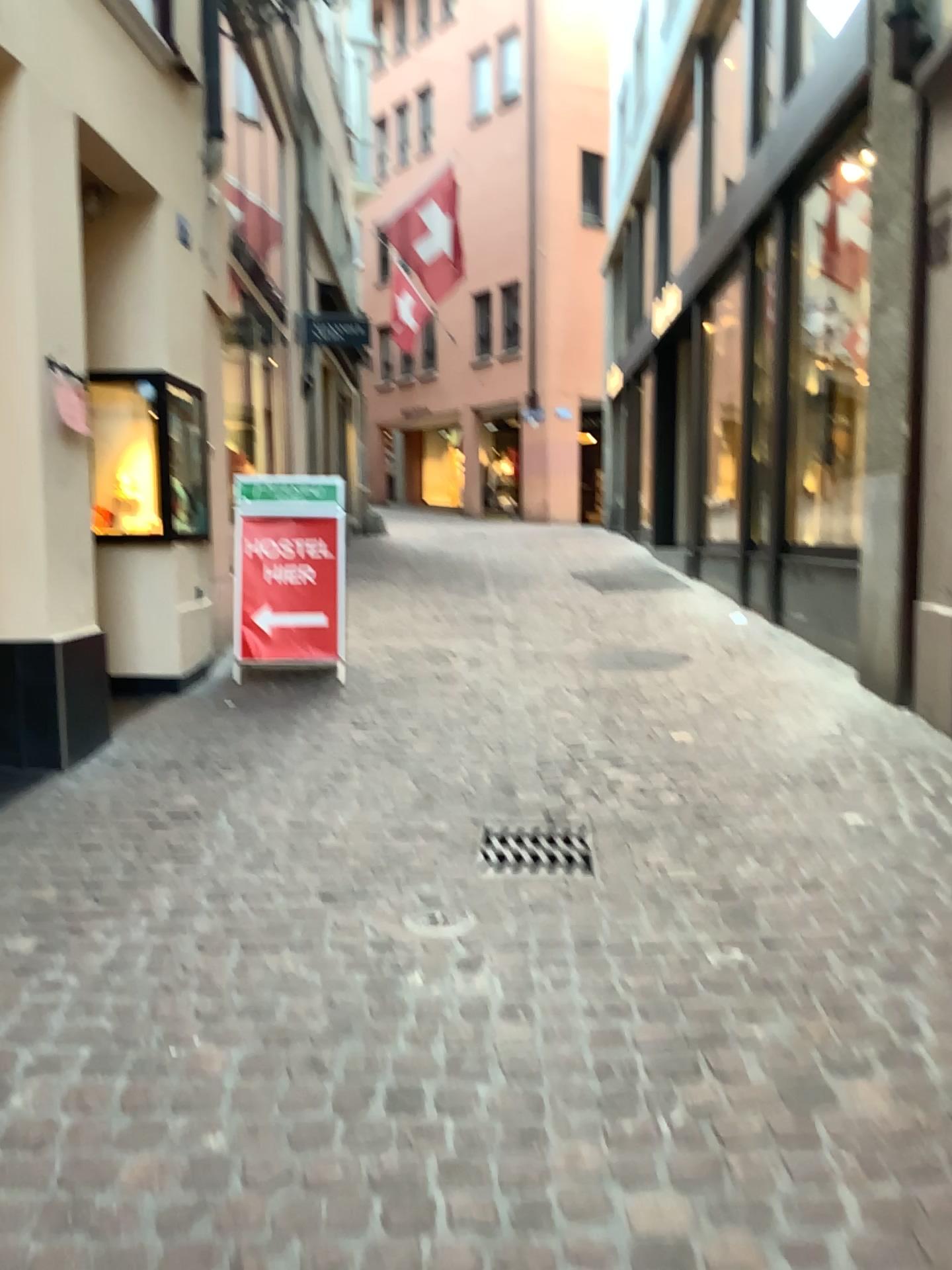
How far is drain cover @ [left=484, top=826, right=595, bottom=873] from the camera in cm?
323

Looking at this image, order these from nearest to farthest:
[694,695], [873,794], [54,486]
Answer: [873,794]
[54,486]
[694,695]

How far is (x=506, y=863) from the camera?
3.23m

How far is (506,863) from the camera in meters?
3.2

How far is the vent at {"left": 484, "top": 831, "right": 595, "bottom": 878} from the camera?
3.2m
